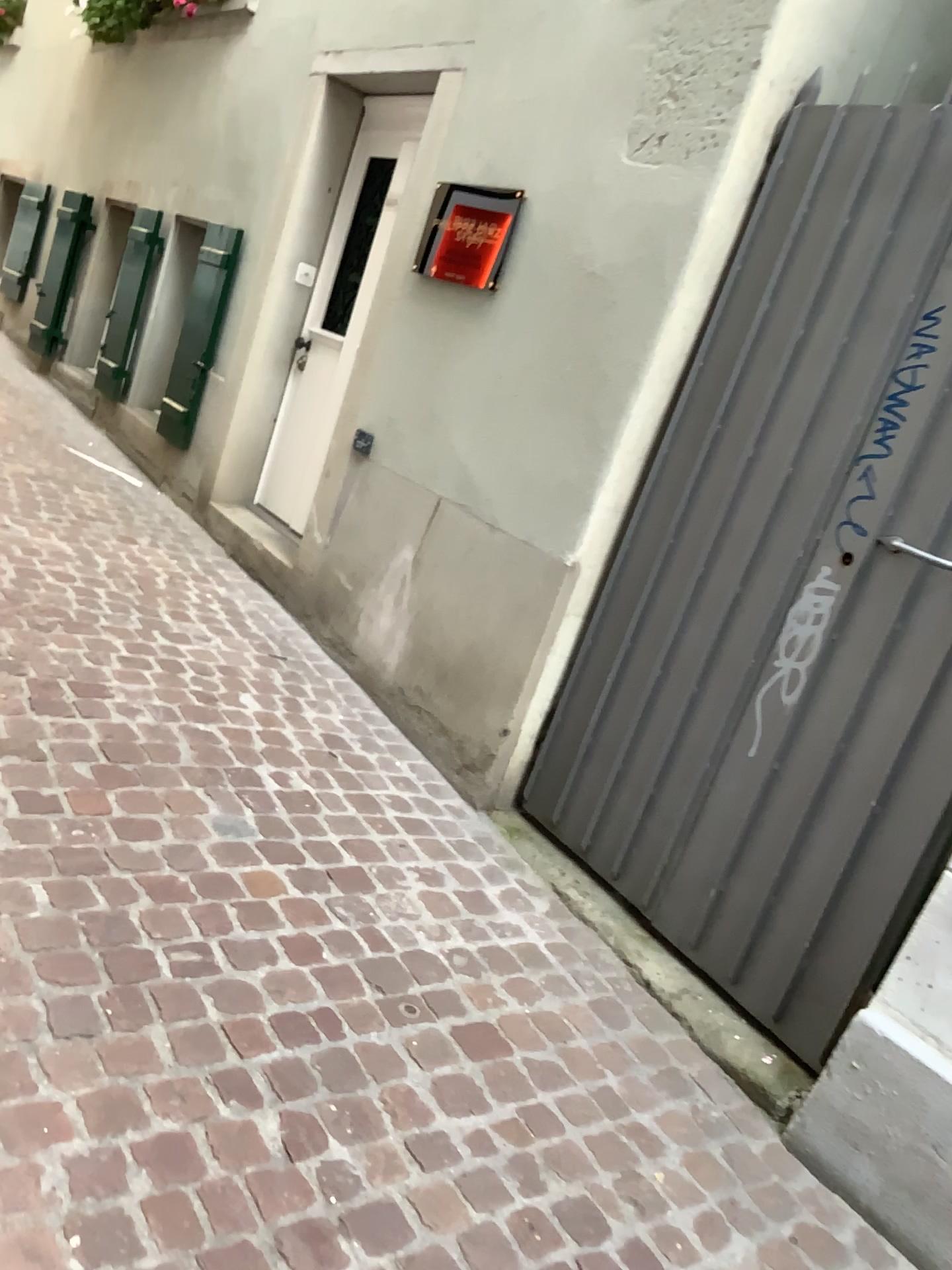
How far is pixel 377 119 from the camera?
4.4 meters

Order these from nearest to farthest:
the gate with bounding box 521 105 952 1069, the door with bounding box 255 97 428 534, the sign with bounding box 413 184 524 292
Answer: the gate with bounding box 521 105 952 1069, the sign with bounding box 413 184 524 292, the door with bounding box 255 97 428 534

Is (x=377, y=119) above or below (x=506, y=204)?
above

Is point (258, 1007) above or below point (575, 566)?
below

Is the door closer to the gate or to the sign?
the sign

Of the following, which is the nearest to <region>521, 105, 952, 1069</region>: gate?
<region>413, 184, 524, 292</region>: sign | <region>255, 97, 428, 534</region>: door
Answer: <region>413, 184, 524, 292</region>: sign

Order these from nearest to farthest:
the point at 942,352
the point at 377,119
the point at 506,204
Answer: the point at 942,352 → the point at 506,204 → the point at 377,119

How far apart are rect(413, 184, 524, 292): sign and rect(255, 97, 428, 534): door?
0.69m

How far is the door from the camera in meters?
4.4 m

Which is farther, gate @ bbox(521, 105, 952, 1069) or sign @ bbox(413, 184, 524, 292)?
sign @ bbox(413, 184, 524, 292)
